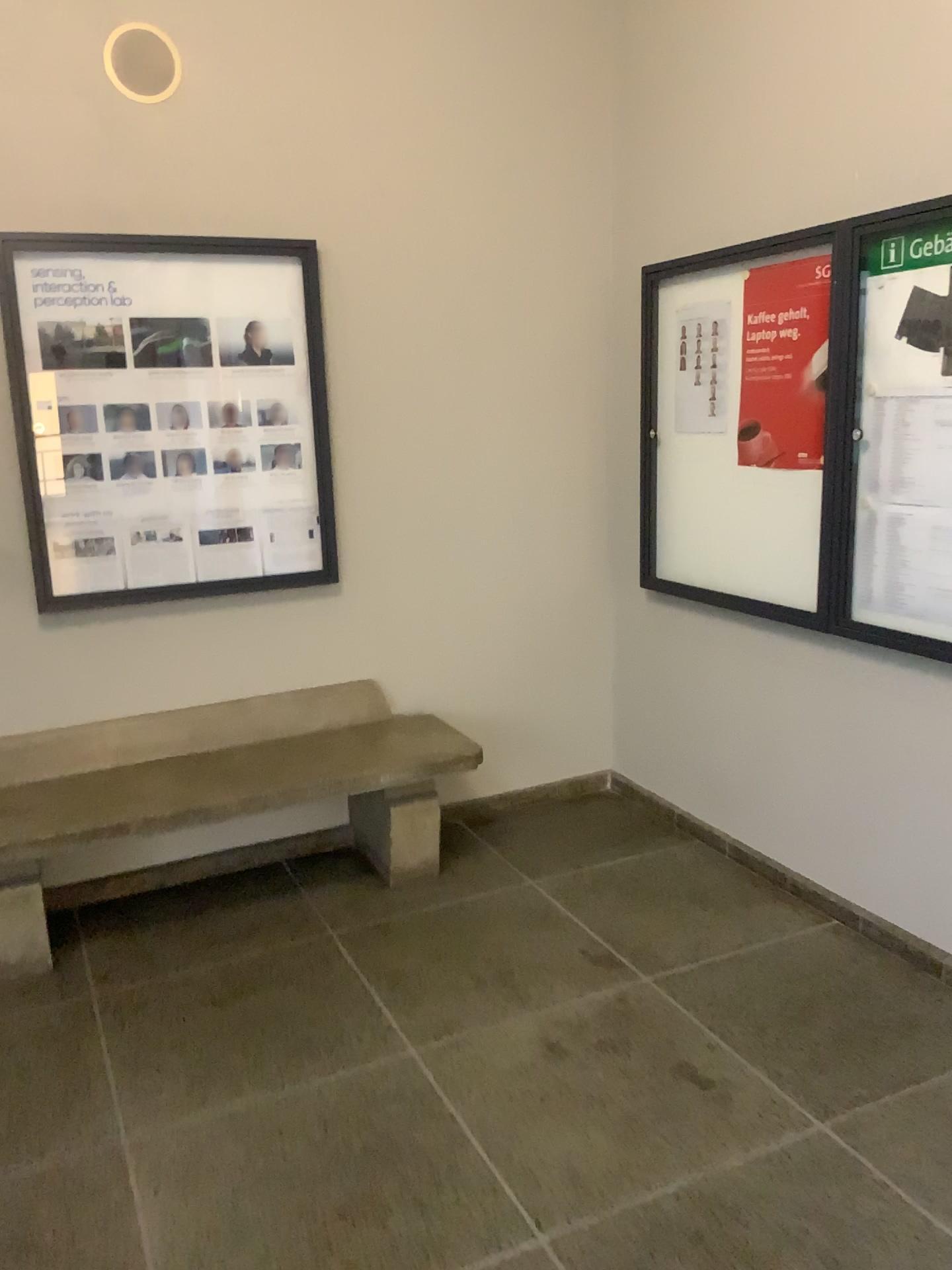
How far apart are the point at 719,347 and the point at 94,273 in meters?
2.0 m

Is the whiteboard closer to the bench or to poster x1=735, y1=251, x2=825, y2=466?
poster x1=735, y1=251, x2=825, y2=466

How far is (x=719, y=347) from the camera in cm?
341

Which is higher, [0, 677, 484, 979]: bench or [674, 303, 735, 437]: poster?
[674, 303, 735, 437]: poster

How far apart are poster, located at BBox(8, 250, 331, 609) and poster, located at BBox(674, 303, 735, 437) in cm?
127

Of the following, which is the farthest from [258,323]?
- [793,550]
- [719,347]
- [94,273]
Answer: [793,550]

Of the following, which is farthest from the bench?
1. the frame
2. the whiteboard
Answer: the whiteboard

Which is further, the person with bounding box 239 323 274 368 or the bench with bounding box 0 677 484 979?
the person with bounding box 239 323 274 368

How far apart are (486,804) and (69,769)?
1.5 meters

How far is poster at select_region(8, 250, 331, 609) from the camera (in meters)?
3.21
